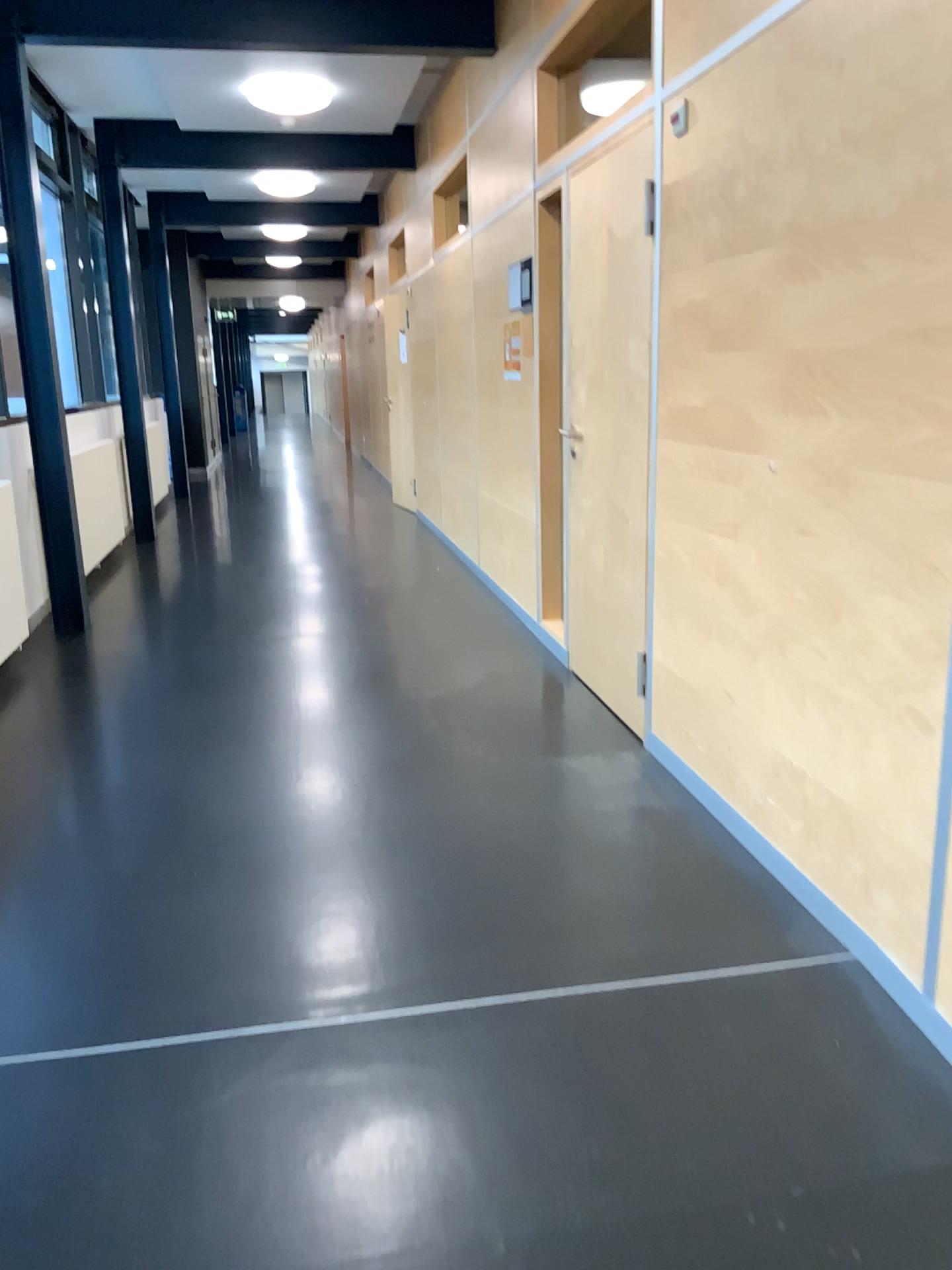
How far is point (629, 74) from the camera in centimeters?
440cm

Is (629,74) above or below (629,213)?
above

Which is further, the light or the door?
the light

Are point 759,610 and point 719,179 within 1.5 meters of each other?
yes

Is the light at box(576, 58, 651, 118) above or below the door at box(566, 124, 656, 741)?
above

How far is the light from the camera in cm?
440

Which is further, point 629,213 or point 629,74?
point 629,74
